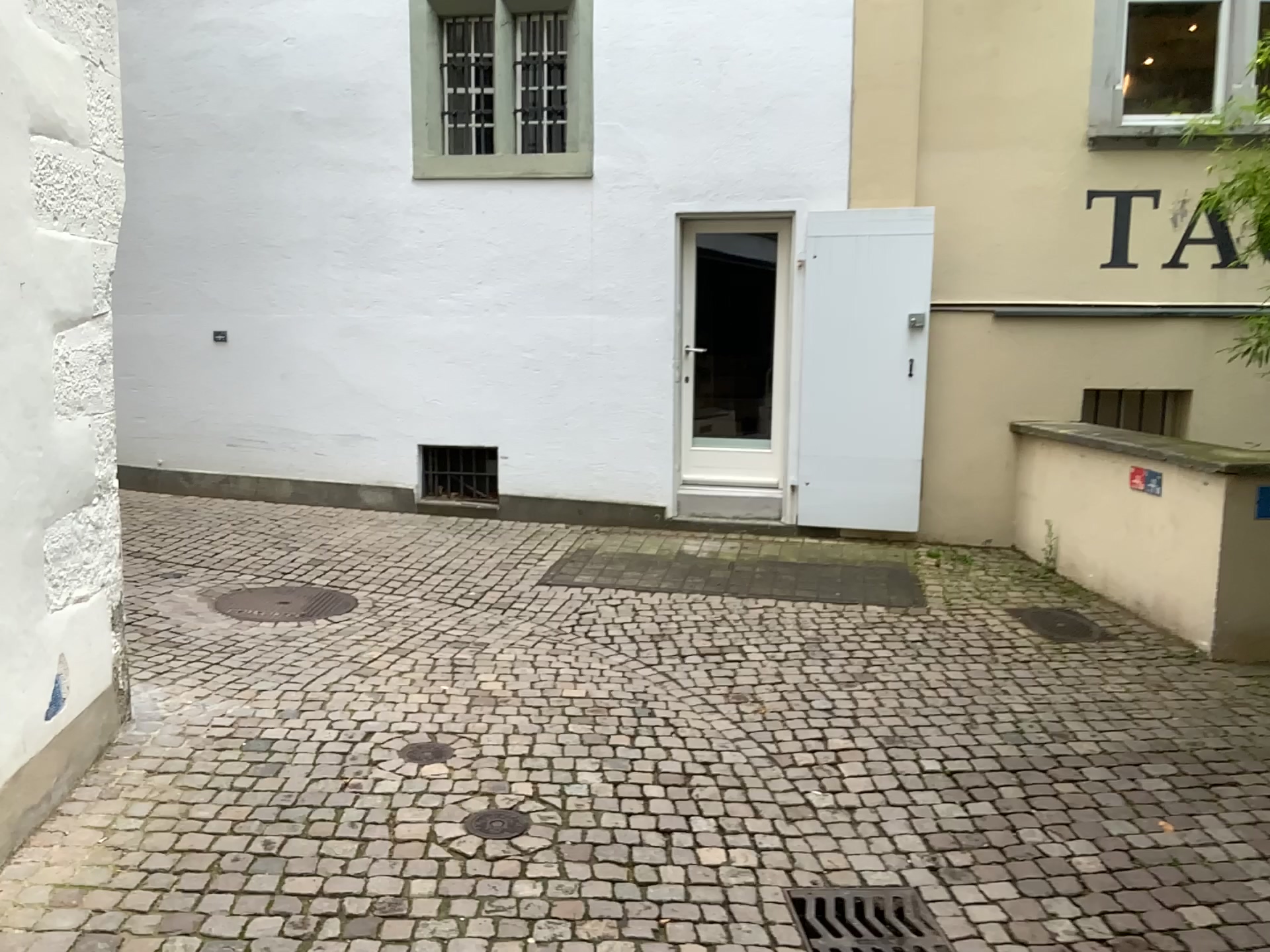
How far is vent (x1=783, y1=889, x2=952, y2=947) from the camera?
2.8m

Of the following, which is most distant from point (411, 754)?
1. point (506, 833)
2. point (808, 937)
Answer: point (808, 937)

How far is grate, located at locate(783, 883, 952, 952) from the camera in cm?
277

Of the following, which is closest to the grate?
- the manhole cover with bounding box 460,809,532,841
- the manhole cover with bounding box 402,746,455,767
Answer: the manhole cover with bounding box 460,809,532,841

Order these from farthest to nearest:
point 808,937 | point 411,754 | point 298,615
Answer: point 298,615
point 411,754
point 808,937

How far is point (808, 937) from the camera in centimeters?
277cm

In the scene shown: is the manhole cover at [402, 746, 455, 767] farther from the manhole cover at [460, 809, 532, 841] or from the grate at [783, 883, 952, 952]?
the grate at [783, 883, 952, 952]

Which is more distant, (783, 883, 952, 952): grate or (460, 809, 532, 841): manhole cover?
(460, 809, 532, 841): manhole cover

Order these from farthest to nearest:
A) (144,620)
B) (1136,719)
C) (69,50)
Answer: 1. (144,620)
2. (1136,719)
3. (69,50)

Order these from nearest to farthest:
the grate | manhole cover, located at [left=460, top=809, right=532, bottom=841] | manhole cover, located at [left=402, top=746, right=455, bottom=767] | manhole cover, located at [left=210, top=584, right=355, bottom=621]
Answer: the grate → manhole cover, located at [left=460, top=809, right=532, bottom=841] → manhole cover, located at [left=402, top=746, right=455, bottom=767] → manhole cover, located at [left=210, top=584, right=355, bottom=621]
